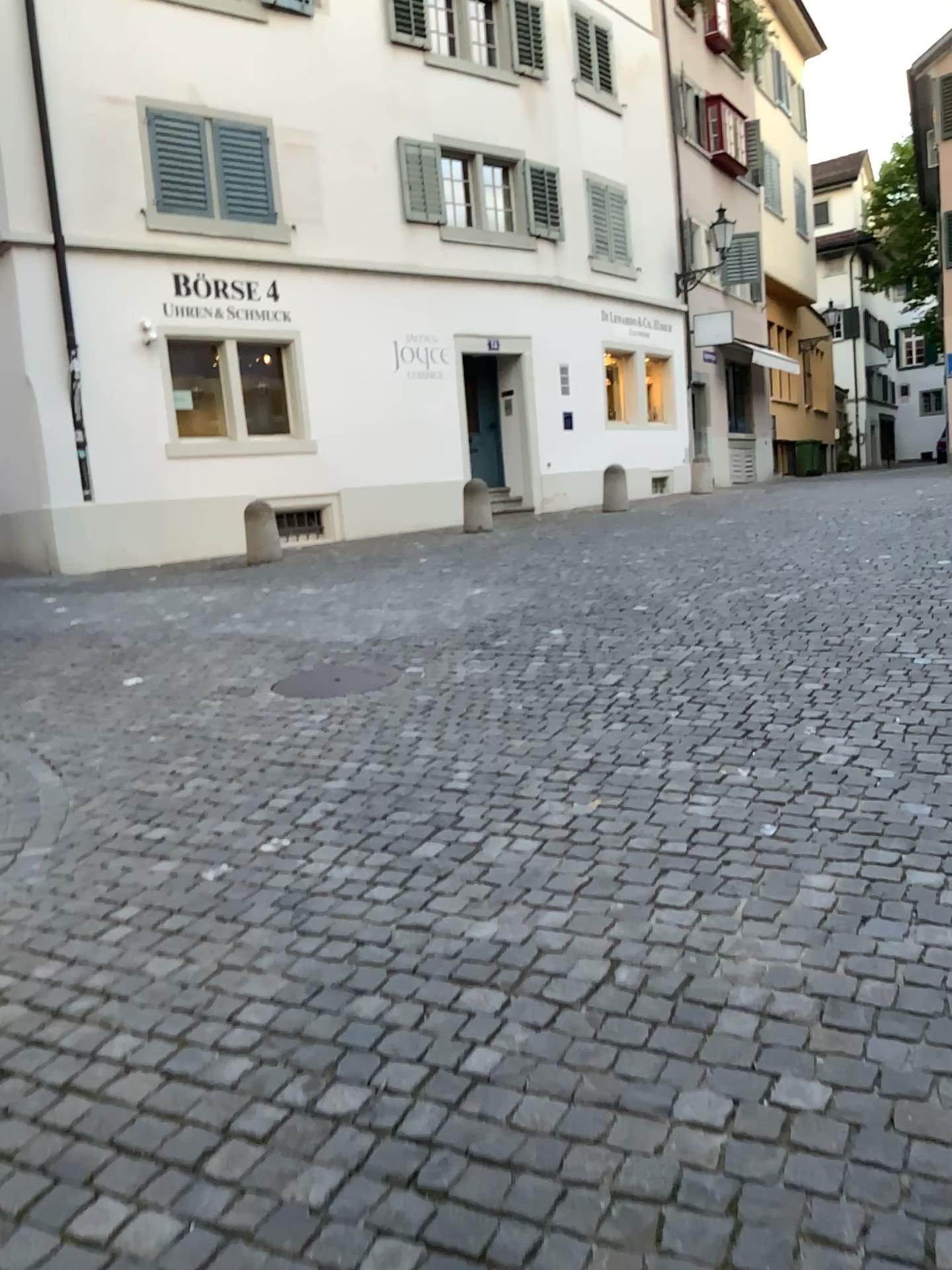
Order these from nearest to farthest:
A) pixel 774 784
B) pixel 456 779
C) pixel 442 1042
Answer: pixel 442 1042, pixel 774 784, pixel 456 779
